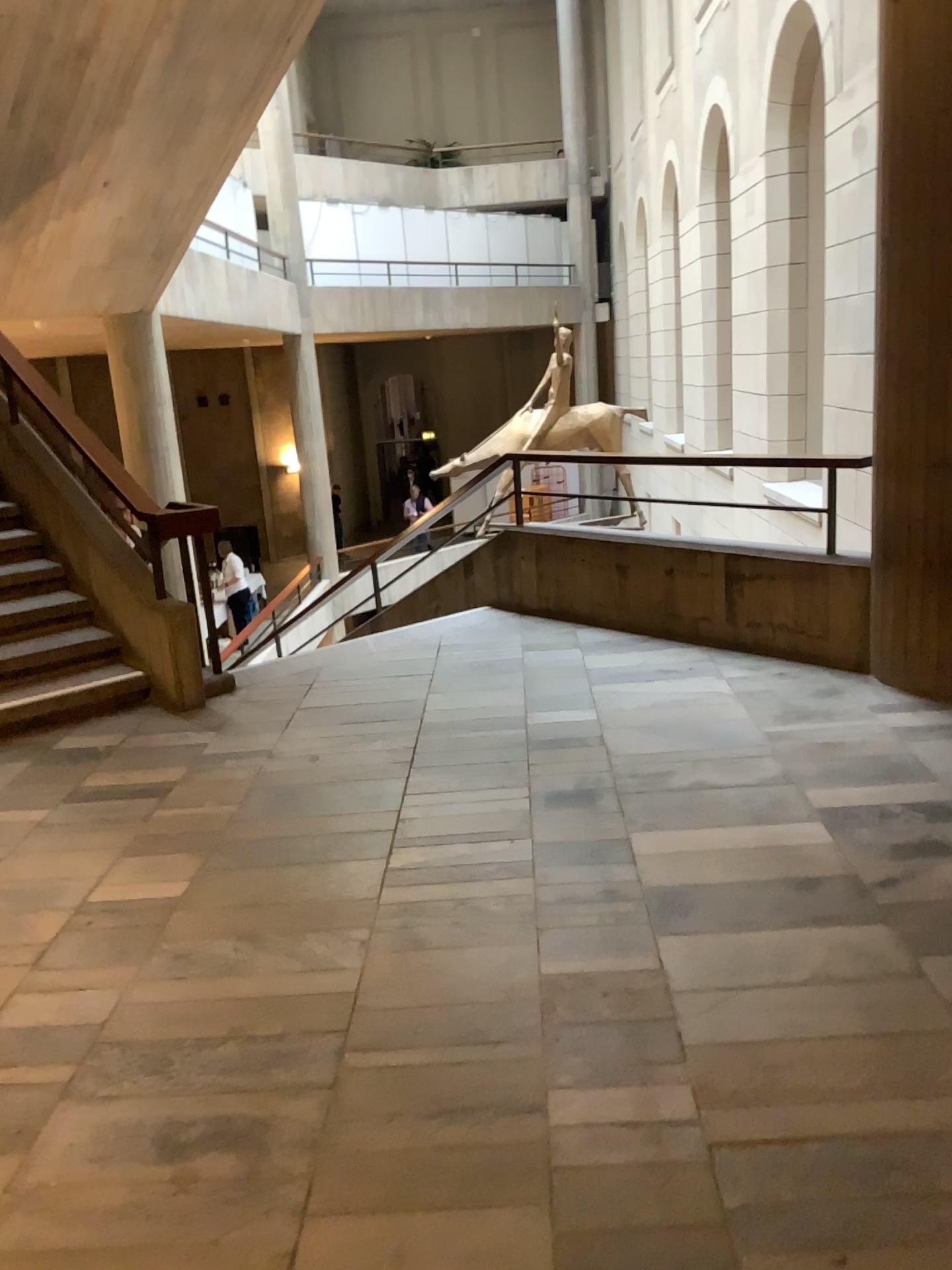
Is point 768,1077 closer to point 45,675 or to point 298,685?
point 298,685
